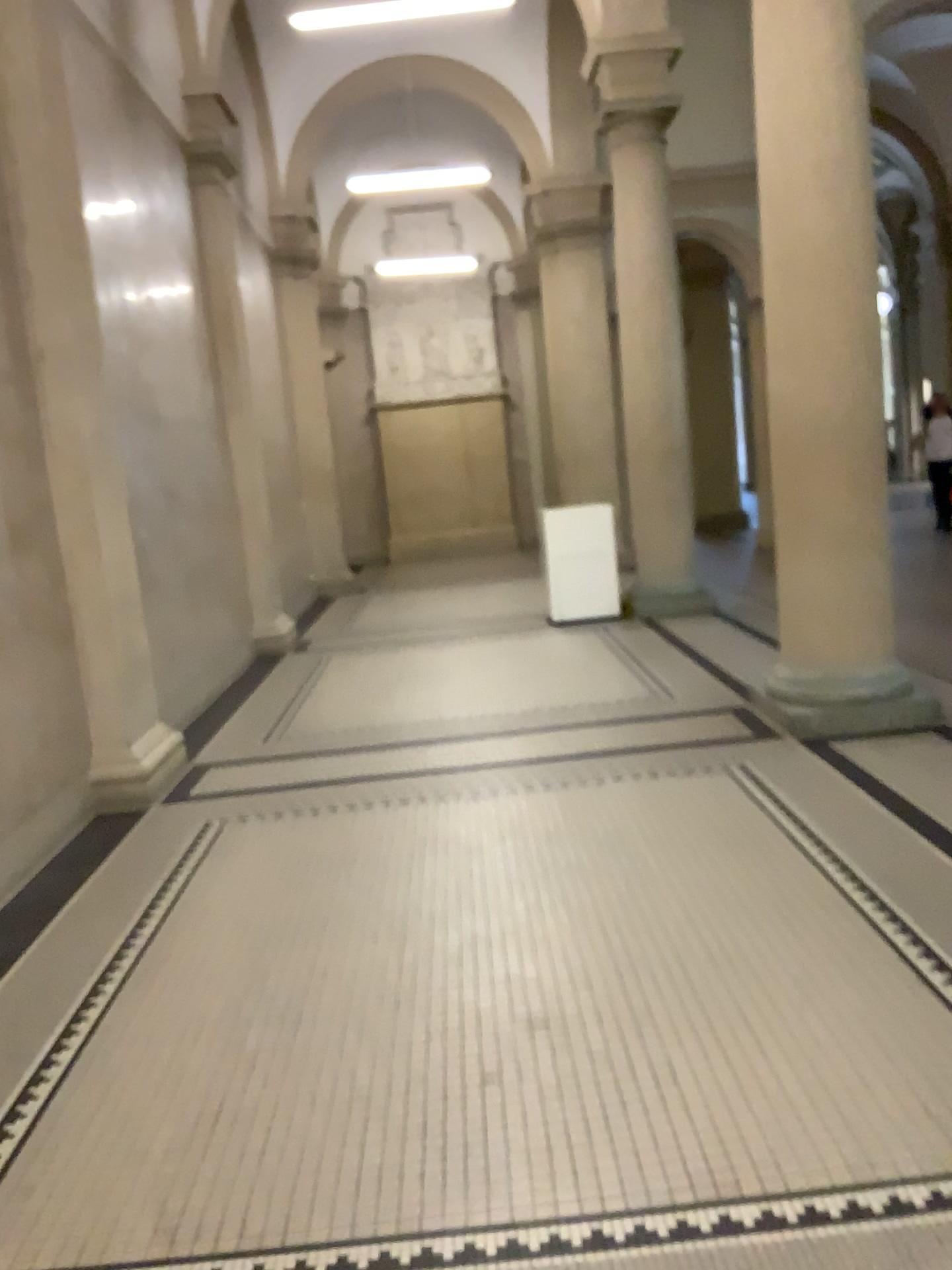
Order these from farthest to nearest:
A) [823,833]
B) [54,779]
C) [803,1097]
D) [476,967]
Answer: [54,779]
[823,833]
[476,967]
[803,1097]
